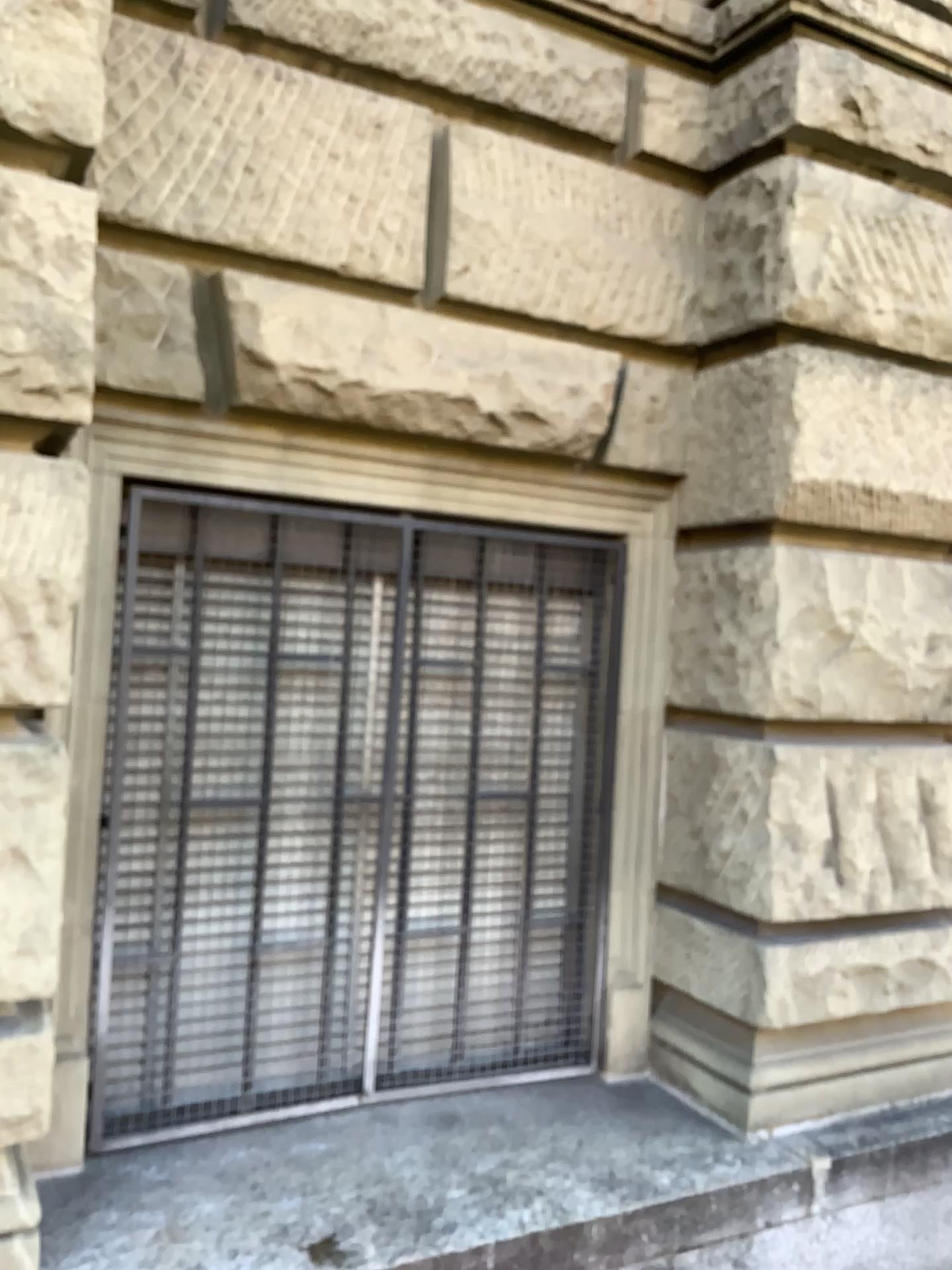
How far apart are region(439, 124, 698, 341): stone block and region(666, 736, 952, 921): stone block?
1.1 meters

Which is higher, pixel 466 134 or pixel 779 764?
pixel 466 134

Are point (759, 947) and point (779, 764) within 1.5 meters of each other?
yes

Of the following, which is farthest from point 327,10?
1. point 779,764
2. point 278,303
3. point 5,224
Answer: point 779,764

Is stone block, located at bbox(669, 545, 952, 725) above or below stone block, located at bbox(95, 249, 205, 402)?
below

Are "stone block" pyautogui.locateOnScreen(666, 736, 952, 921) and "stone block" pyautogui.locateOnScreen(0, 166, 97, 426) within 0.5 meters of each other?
no

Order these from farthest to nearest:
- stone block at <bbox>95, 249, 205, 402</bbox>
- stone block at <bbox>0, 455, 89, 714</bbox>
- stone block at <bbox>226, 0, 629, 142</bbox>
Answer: stone block at <bbox>226, 0, 629, 142</bbox> < stone block at <bbox>95, 249, 205, 402</bbox> < stone block at <bbox>0, 455, 89, 714</bbox>

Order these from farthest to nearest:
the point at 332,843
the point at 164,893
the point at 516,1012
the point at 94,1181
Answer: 1. the point at 516,1012
2. the point at 332,843
3. the point at 164,893
4. the point at 94,1181

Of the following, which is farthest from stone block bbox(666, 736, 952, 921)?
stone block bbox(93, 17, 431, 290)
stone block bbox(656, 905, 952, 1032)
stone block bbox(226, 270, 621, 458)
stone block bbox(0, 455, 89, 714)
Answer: stone block bbox(0, 455, 89, 714)

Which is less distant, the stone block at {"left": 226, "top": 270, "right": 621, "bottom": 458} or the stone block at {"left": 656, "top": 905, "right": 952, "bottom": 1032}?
the stone block at {"left": 226, "top": 270, "right": 621, "bottom": 458}
